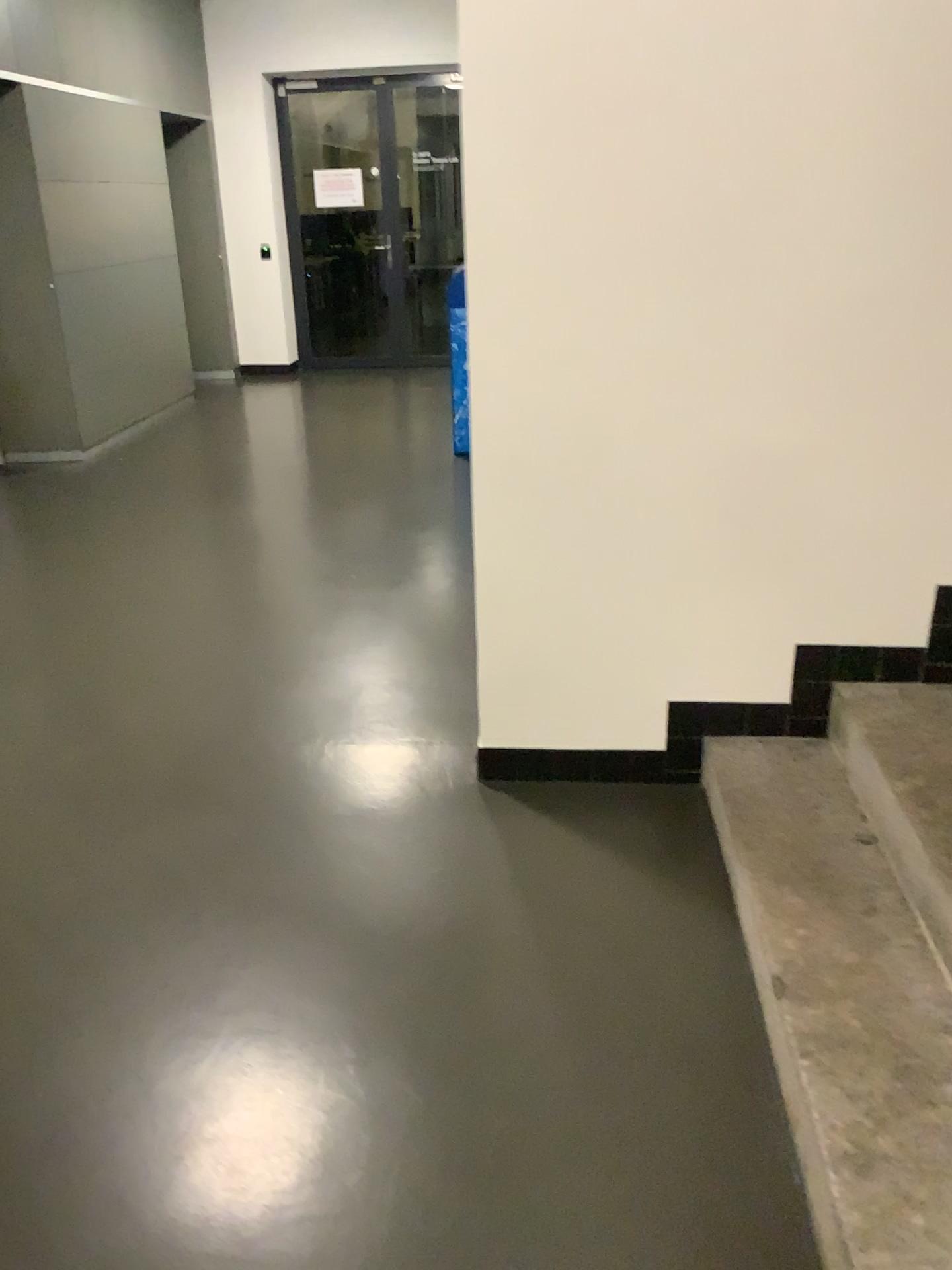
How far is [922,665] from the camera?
2.5 meters

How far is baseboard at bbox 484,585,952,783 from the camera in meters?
2.5

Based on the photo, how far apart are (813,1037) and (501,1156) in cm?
54
